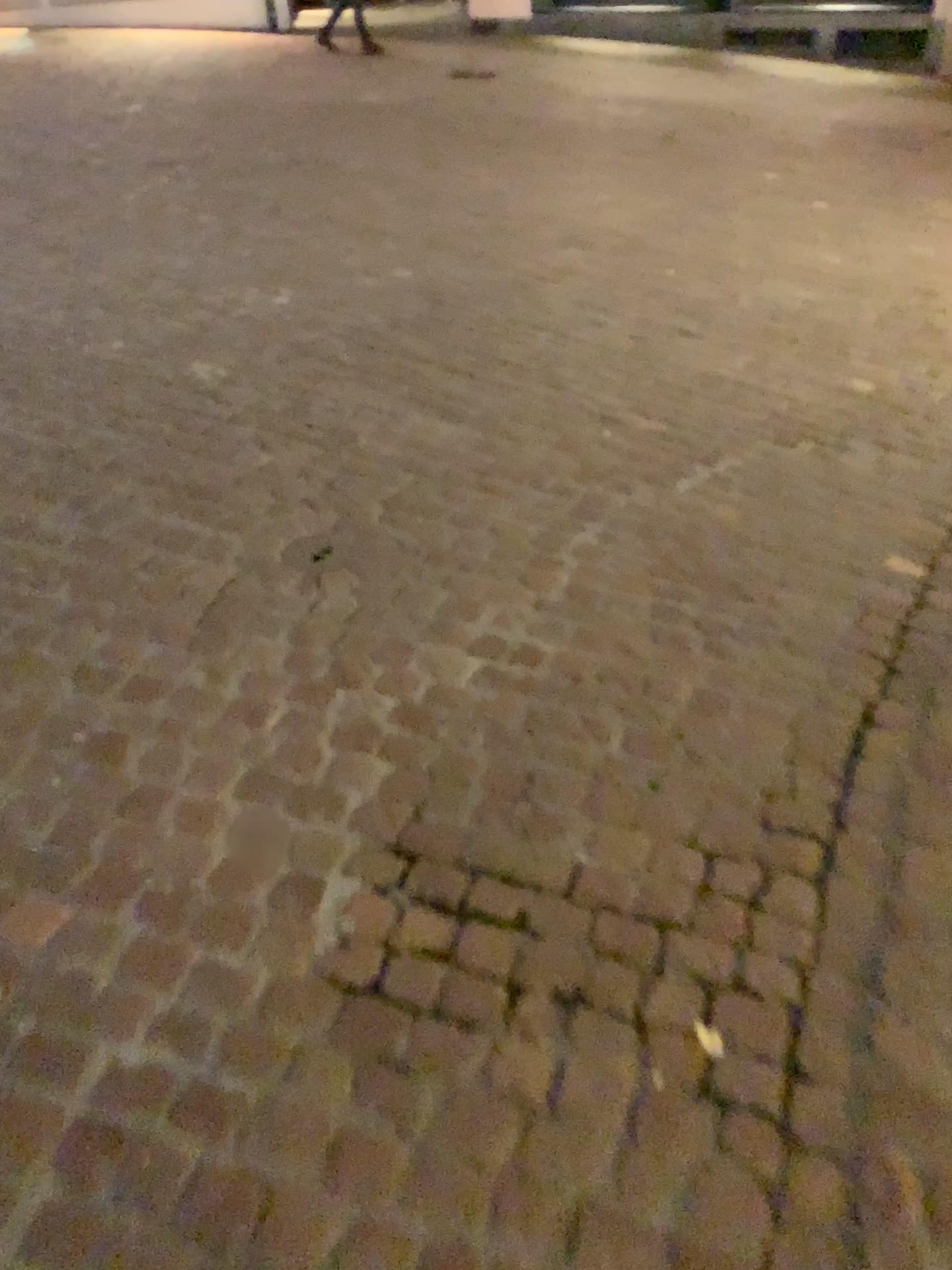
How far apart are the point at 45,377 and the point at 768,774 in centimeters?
283cm
